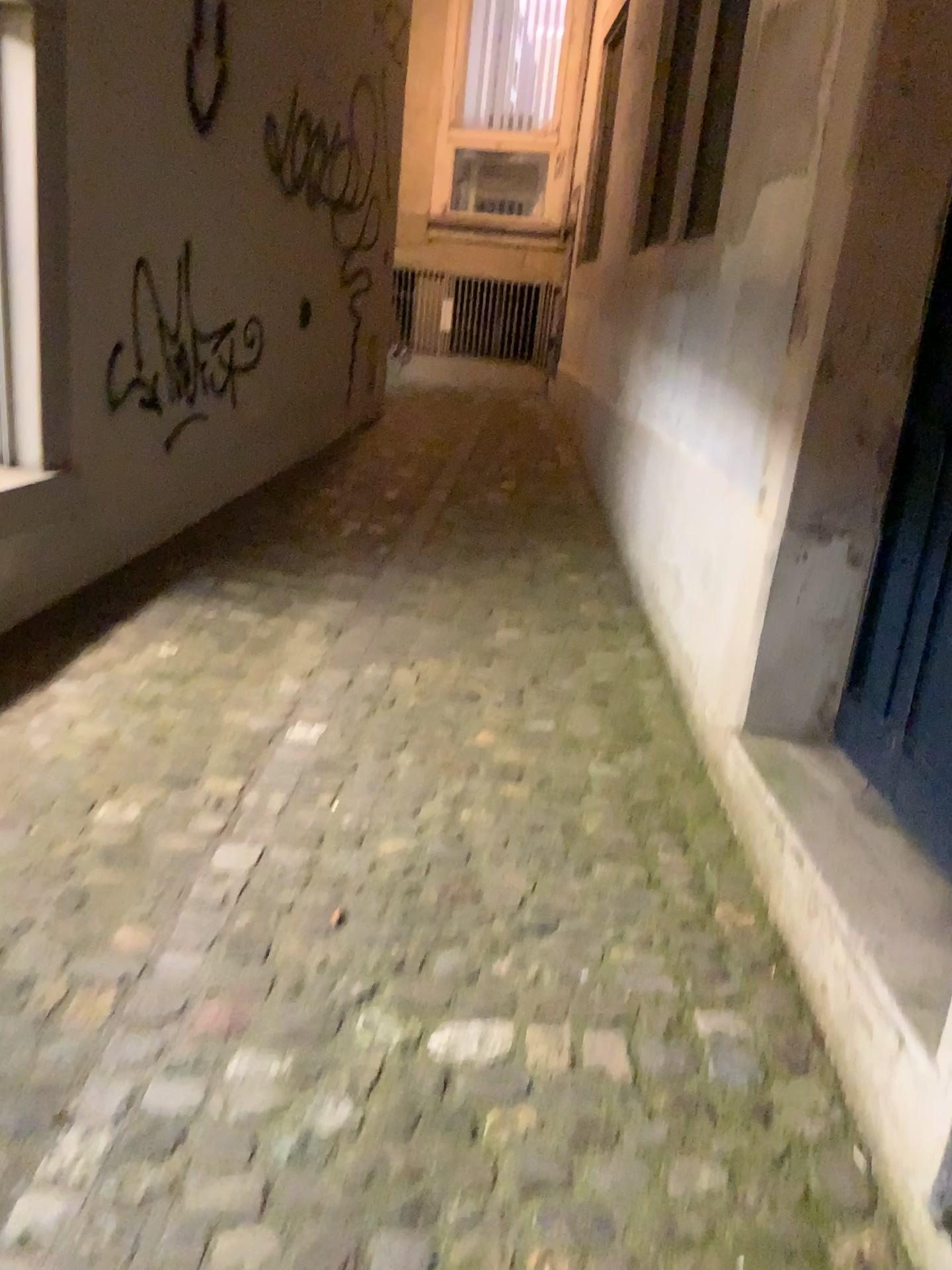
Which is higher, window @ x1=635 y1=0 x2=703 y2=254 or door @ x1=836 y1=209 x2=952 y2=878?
window @ x1=635 y1=0 x2=703 y2=254

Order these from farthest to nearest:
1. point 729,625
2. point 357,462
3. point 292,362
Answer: point 357,462
point 292,362
point 729,625

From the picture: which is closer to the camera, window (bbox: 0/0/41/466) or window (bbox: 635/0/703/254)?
window (bbox: 0/0/41/466)

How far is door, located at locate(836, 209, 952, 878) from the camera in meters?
2.0

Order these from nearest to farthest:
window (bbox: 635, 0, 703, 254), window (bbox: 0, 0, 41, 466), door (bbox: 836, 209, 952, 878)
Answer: door (bbox: 836, 209, 952, 878)
window (bbox: 0, 0, 41, 466)
window (bbox: 635, 0, 703, 254)

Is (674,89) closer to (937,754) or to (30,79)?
(30,79)

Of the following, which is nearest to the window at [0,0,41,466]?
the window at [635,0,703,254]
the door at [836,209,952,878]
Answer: the door at [836,209,952,878]

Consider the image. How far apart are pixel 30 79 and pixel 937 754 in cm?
264

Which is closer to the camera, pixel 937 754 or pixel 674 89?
pixel 937 754

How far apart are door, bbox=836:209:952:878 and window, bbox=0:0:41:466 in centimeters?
218cm
